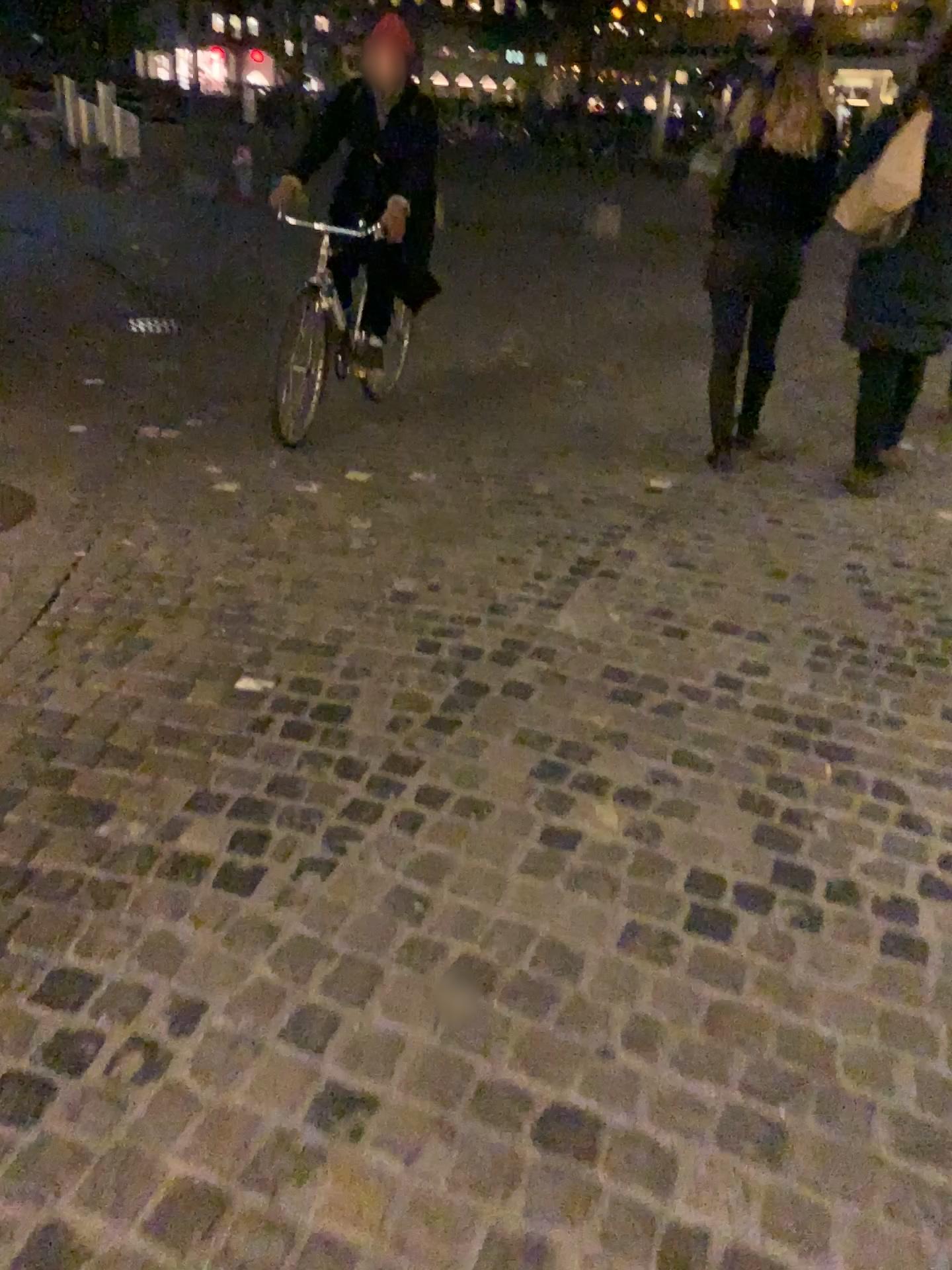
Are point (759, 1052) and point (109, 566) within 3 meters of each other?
yes
